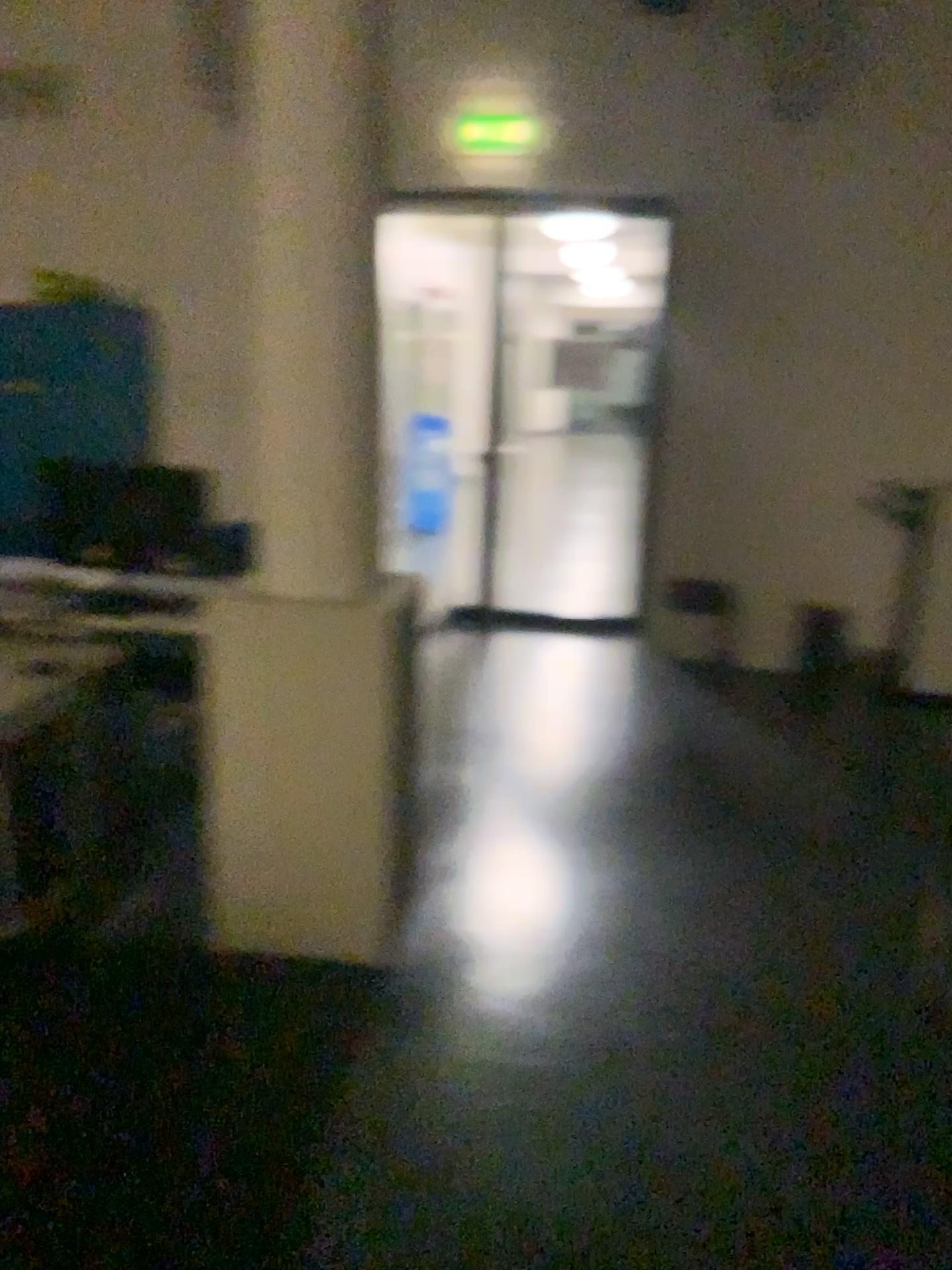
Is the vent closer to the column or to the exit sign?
the column

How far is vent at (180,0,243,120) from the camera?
2.4 meters

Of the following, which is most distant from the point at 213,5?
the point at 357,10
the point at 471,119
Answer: the point at 471,119

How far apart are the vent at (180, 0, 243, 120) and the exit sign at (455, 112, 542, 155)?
0.52m

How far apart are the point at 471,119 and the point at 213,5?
0.61m

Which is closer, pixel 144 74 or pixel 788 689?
pixel 144 74

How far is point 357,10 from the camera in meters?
2.4 m

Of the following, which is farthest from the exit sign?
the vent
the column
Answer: the vent

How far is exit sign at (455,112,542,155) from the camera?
2.46m
